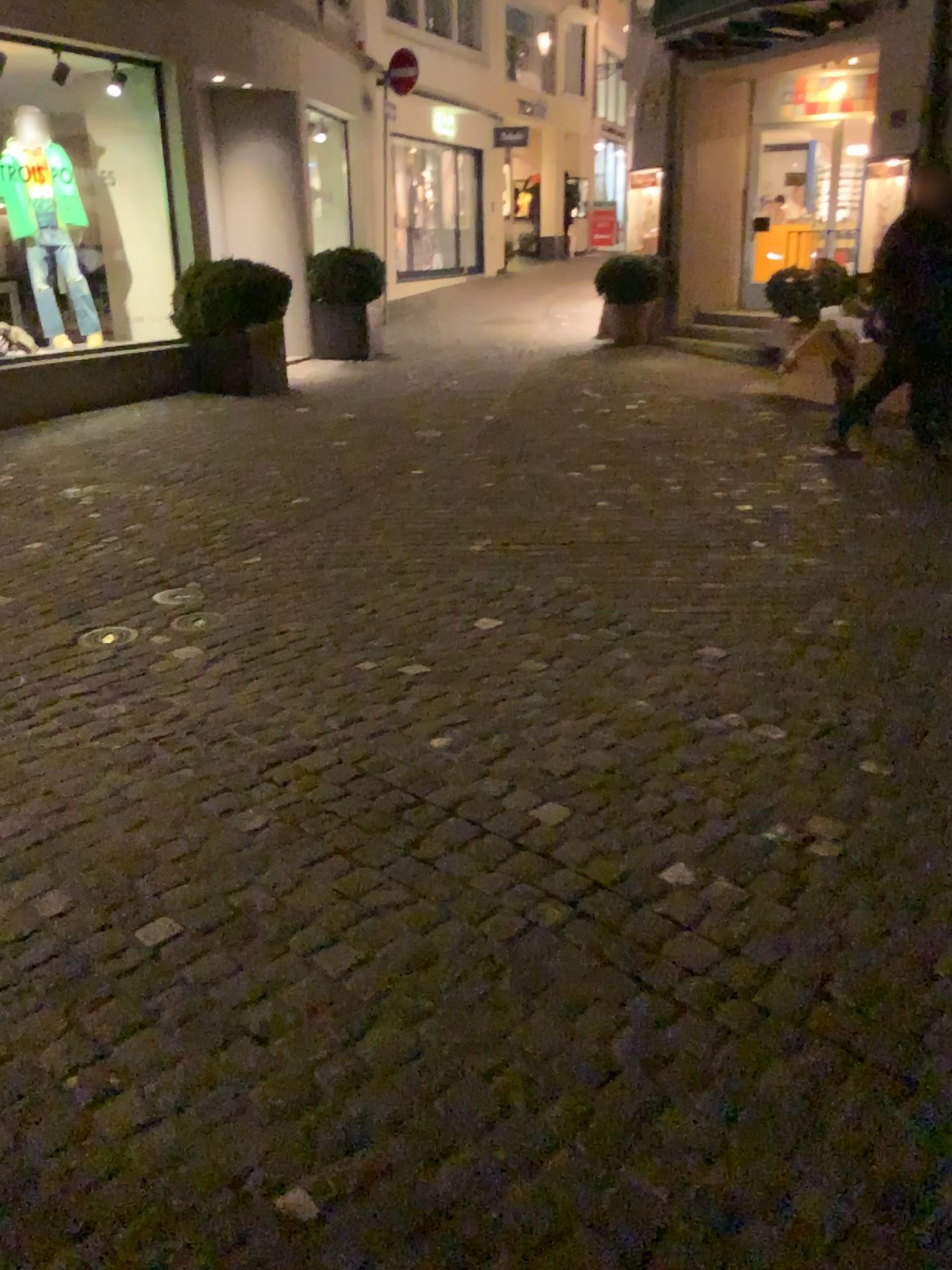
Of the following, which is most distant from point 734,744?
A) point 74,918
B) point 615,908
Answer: point 74,918
